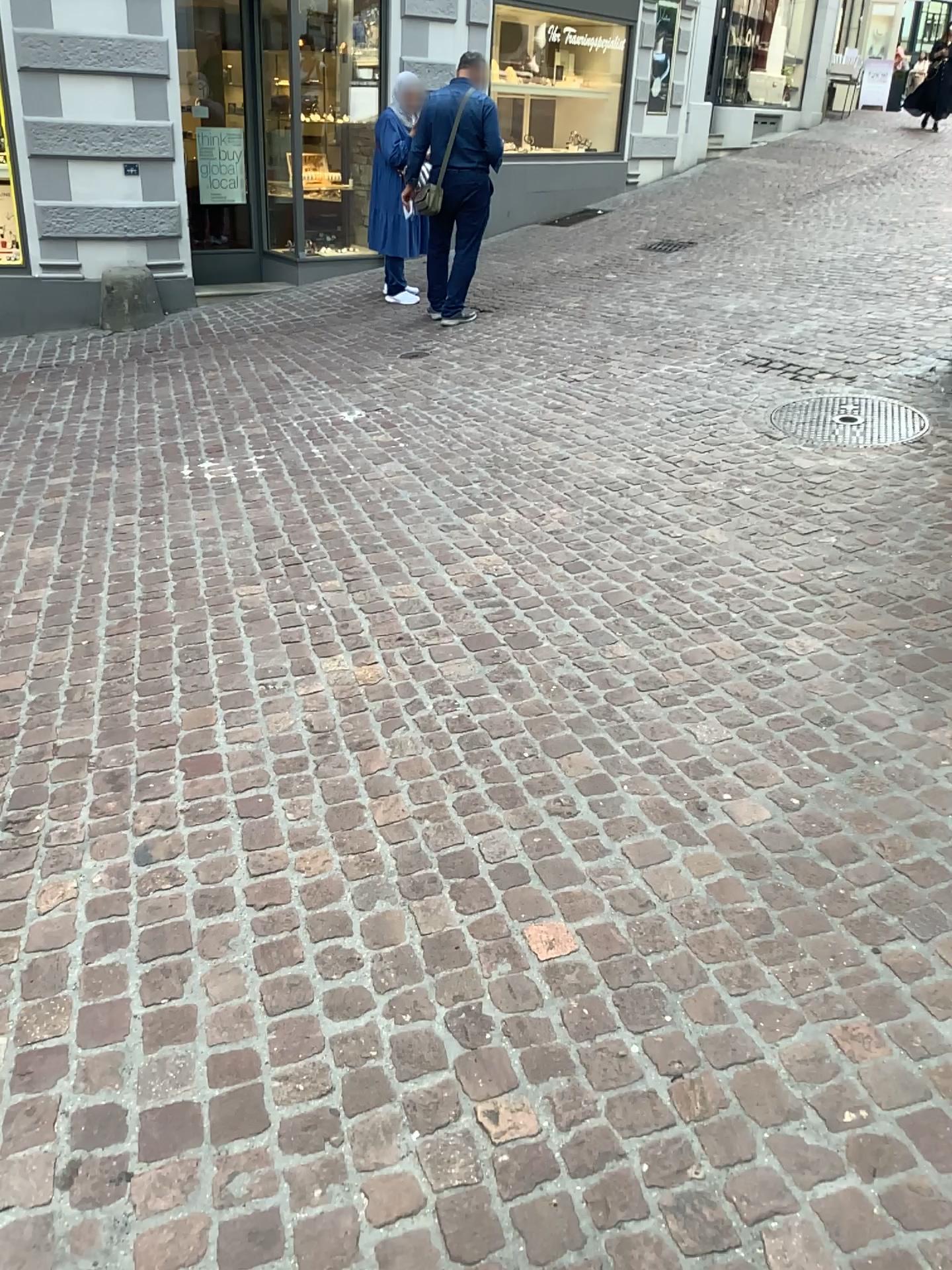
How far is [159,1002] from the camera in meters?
1.9
